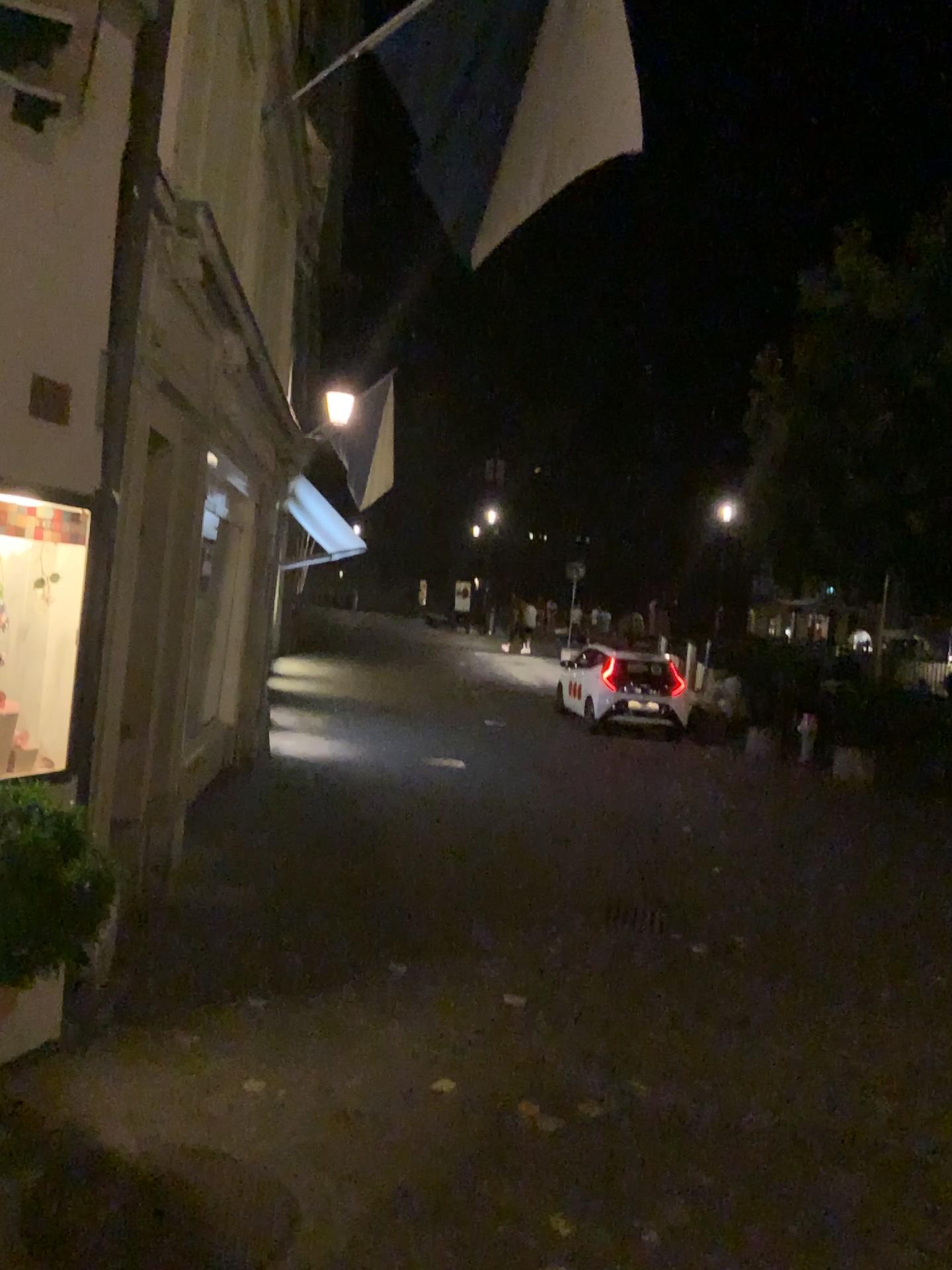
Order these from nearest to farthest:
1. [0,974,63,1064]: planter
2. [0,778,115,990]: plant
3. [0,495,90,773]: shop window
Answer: [0,778,115,990]: plant, [0,974,63,1064]: planter, [0,495,90,773]: shop window

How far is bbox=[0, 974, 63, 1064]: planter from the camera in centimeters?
299cm

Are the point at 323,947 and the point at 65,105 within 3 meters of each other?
no

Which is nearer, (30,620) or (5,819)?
(5,819)

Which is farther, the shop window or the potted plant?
the shop window

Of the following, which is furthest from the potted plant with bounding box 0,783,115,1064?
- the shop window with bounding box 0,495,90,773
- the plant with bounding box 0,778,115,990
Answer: the shop window with bounding box 0,495,90,773

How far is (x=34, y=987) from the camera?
3.0 meters

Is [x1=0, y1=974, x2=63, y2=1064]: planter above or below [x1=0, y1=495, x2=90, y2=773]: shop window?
below

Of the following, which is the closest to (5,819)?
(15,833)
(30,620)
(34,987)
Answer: (15,833)

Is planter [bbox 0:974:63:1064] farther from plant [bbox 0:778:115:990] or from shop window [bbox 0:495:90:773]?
shop window [bbox 0:495:90:773]
